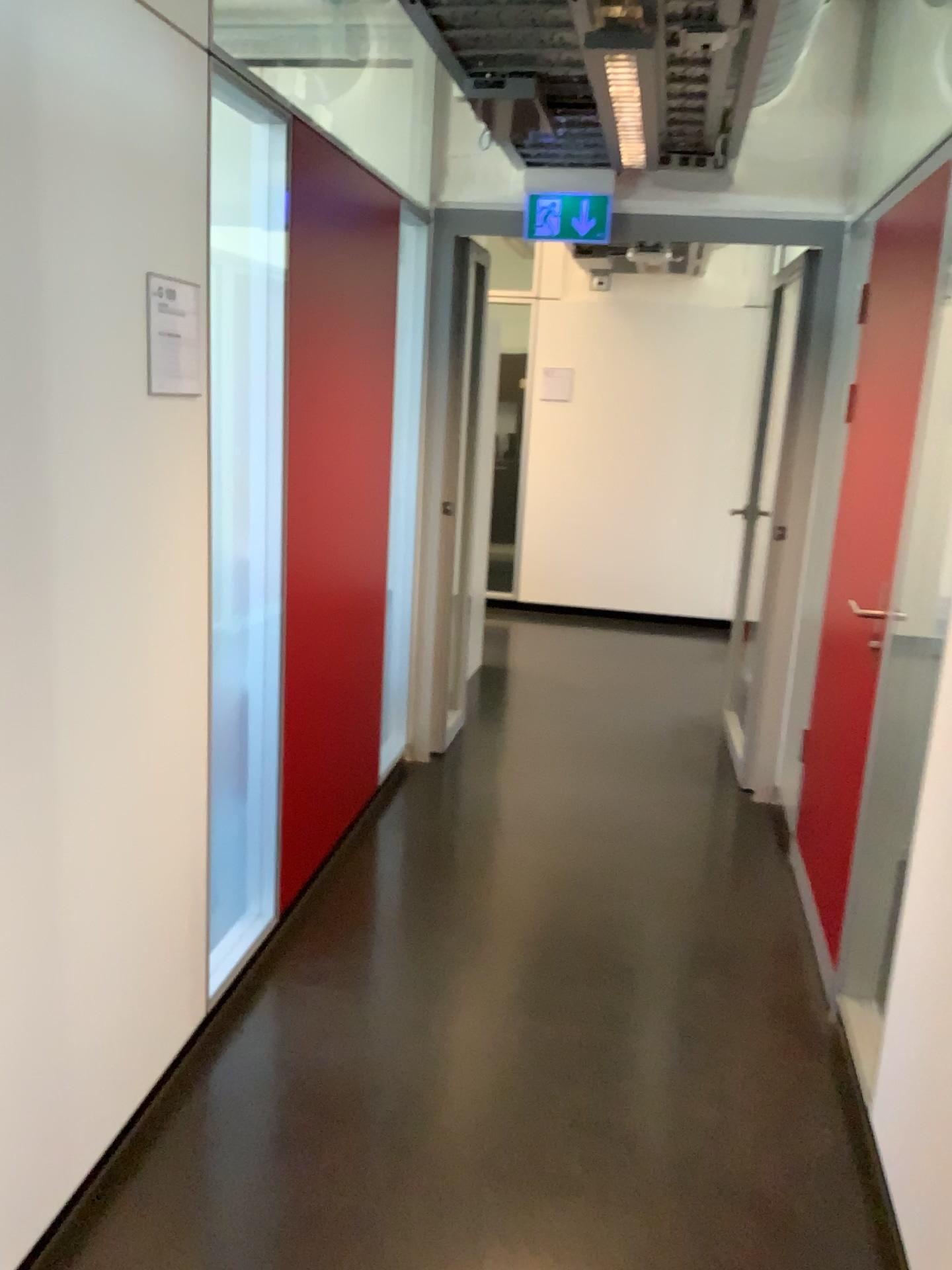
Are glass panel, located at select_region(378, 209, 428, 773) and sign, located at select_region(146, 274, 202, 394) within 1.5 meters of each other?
no

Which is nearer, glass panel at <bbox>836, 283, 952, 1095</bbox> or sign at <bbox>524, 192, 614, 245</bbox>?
glass panel at <bbox>836, 283, 952, 1095</bbox>

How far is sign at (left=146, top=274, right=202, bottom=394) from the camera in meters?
1.9 m

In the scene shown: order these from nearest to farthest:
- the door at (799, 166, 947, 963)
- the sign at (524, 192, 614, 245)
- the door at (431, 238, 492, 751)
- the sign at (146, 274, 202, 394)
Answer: the sign at (146, 274, 202, 394) → the door at (799, 166, 947, 963) → the sign at (524, 192, 614, 245) → the door at (431, 238, 492, 751)

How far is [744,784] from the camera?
4.2 meters

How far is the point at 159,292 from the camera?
1.94m

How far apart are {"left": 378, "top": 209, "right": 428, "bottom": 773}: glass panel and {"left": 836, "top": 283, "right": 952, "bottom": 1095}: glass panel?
1.83m

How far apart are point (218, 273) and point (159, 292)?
0.53m

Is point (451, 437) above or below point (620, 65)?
below

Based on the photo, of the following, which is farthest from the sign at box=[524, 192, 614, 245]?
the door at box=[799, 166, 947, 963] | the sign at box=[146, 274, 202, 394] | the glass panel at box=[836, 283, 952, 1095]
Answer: the sign at box=[146, 274, 202, 394]
